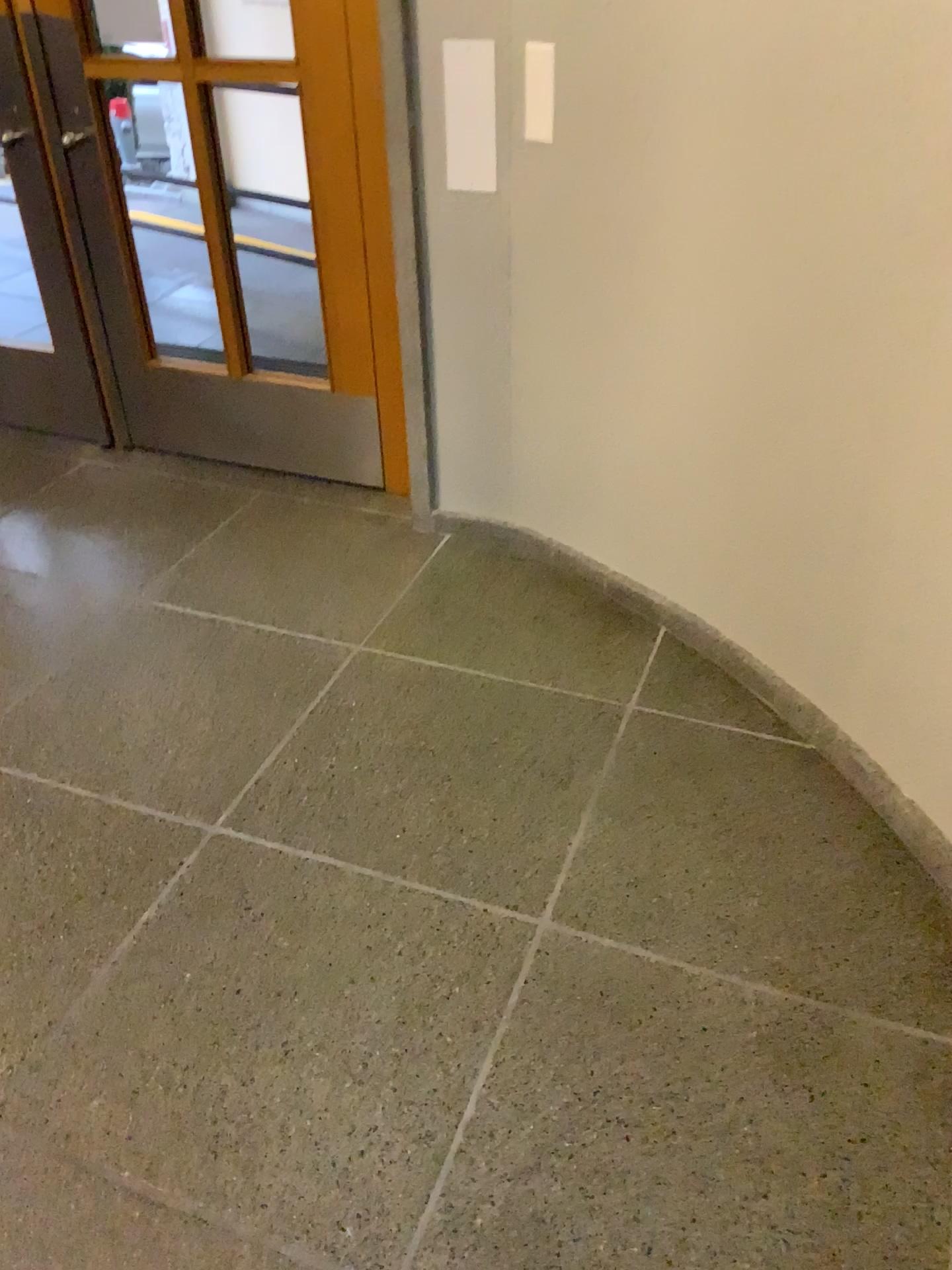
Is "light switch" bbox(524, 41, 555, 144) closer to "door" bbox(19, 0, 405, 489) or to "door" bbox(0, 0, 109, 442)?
"door" bbox(19, 0, 405, 489)

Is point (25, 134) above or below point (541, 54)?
below

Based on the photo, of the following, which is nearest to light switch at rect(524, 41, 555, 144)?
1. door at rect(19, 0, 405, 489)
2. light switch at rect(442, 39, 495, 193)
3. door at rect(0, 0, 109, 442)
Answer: light switch at rect(442, 39, 495, 193)

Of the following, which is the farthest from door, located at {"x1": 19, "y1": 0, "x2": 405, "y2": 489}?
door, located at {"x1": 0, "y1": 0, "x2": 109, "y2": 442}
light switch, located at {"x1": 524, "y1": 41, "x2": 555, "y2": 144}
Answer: light switch, located at {"x1": 524, "y1": 41, "x2": 555, "y2": 144}

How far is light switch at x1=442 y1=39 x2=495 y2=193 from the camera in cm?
246

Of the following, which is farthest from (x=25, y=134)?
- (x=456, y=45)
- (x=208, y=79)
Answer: (x=456, y=45)

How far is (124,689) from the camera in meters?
2.6 m

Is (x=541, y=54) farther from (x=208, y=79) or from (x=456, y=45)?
(x=208, y=79)

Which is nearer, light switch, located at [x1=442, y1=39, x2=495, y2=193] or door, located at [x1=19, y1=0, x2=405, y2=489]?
light switch, located at [x1=442, y1=39, x2=495, y2=193]

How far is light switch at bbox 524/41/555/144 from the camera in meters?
2.4
